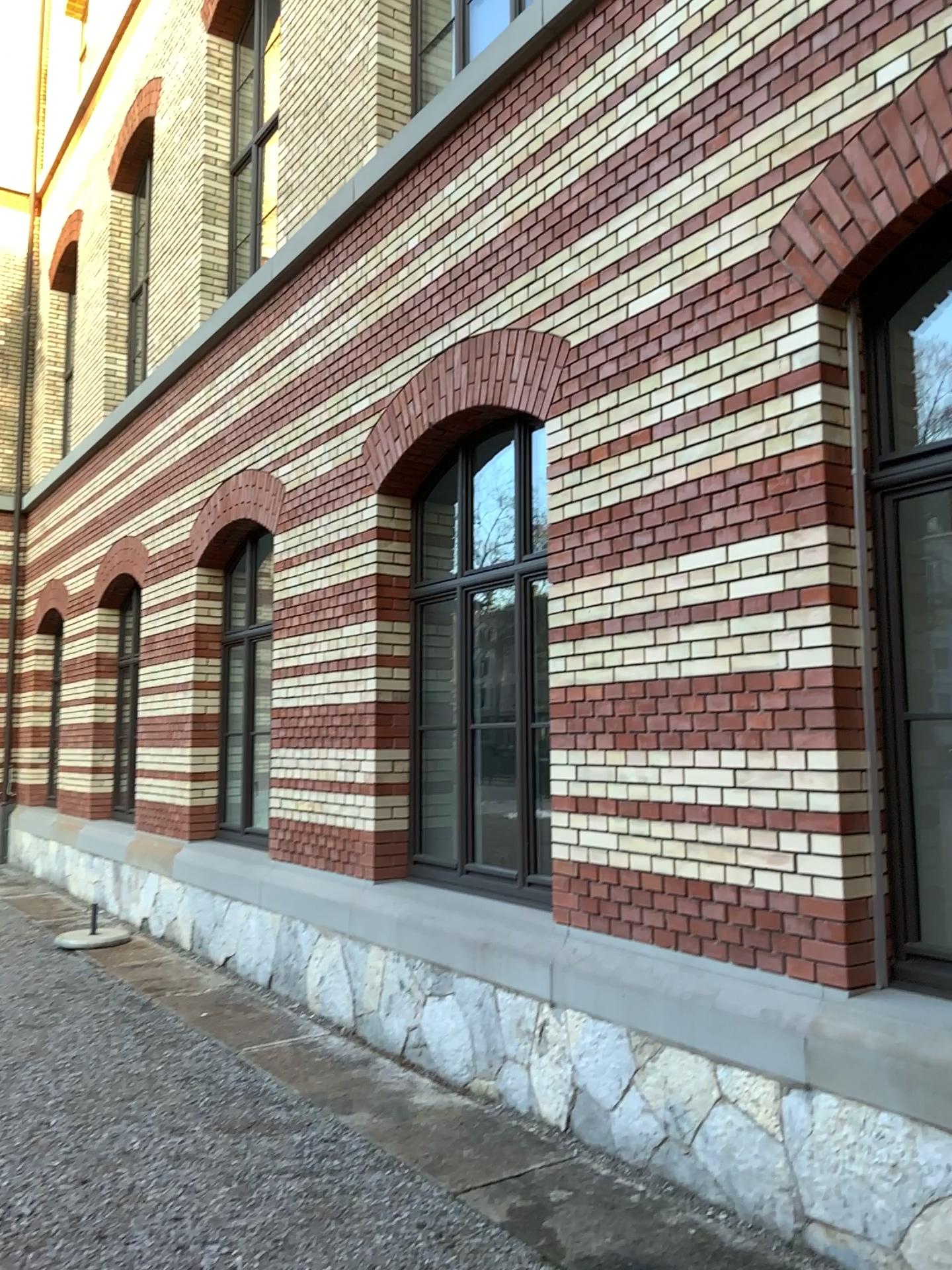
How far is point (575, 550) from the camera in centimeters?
475cm
